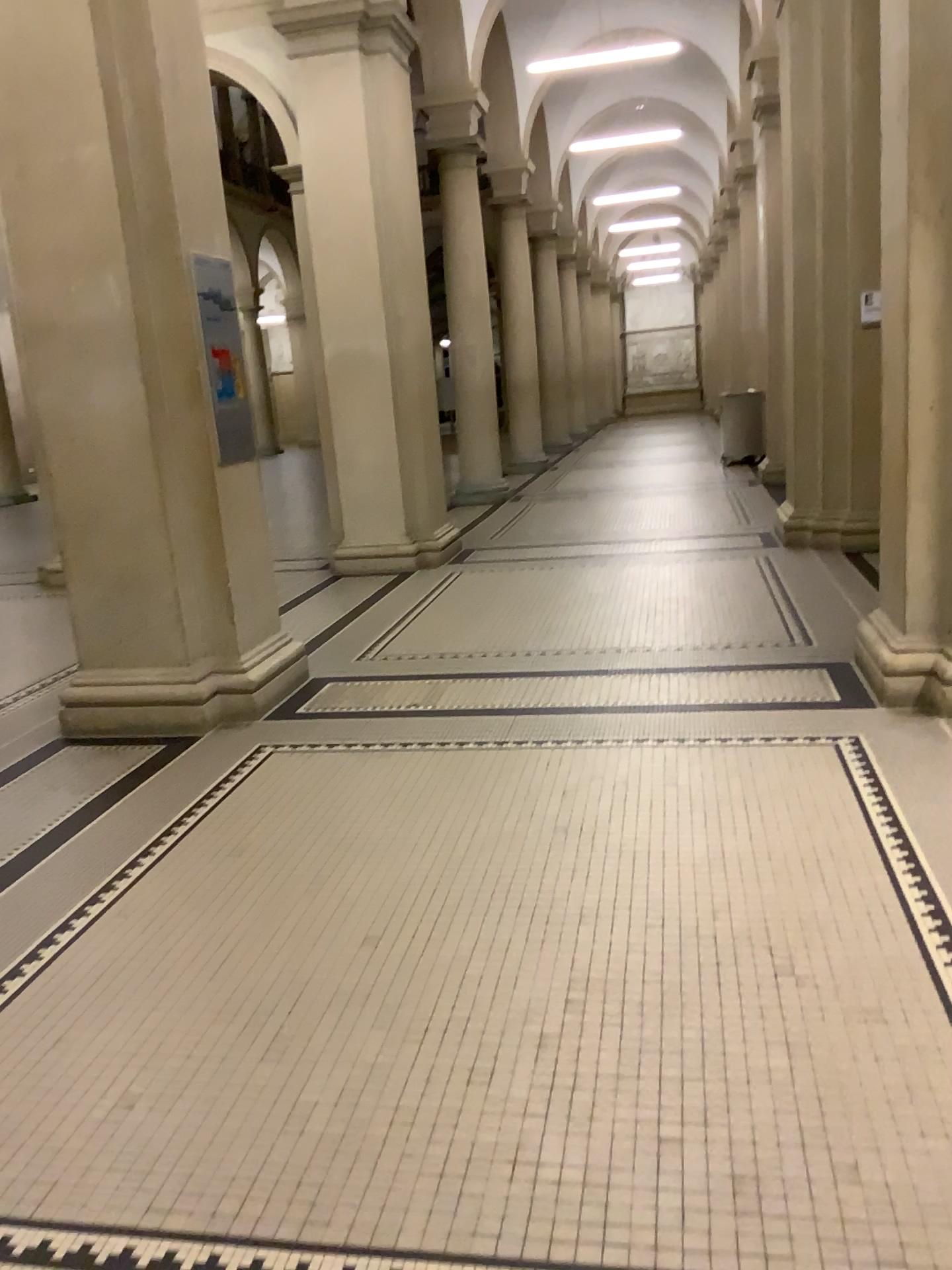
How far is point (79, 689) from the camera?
4.7 meters

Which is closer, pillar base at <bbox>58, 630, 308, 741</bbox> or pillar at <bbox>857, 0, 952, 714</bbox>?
pillar at <bbox>857, 0, 952, 714</bbox>

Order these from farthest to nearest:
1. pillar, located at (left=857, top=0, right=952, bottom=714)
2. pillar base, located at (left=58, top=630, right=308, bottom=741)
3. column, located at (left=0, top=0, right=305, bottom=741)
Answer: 1. pillar base, located at (left=58, top=630, right=308, bottom=741)
2. column, located at (left=0, top=0, right=305, bottom=741)
3. pillar, located at (left=857, top=0, right=952, bottom=714)

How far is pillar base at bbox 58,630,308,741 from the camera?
4.73m

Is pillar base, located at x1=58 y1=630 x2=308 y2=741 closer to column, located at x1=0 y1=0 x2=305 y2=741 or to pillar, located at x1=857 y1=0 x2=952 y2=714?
column, located at x1=0 y1=0 x2=305 y2=741

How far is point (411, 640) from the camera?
5.6 meters

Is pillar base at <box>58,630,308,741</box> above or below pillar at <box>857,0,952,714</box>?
below

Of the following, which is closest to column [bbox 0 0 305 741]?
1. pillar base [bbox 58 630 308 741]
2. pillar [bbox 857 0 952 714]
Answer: pillar base [bbox 58 630 308 741]

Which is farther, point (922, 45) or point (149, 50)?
point (149, 50)

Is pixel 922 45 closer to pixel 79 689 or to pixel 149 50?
pixel 149 50
